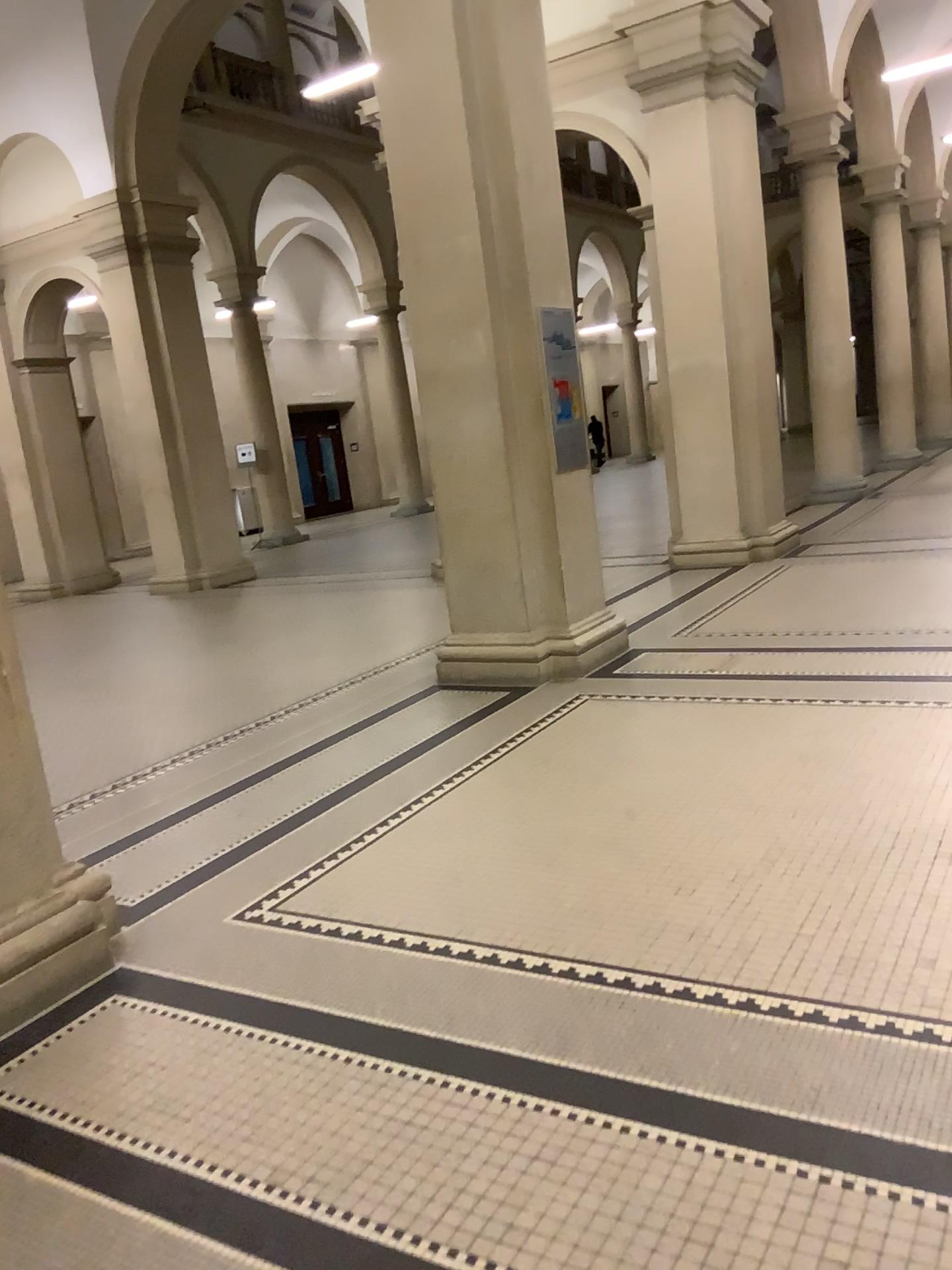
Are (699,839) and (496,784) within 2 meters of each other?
yes

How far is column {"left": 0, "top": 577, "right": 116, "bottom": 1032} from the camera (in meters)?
2.95

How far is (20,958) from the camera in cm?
295
